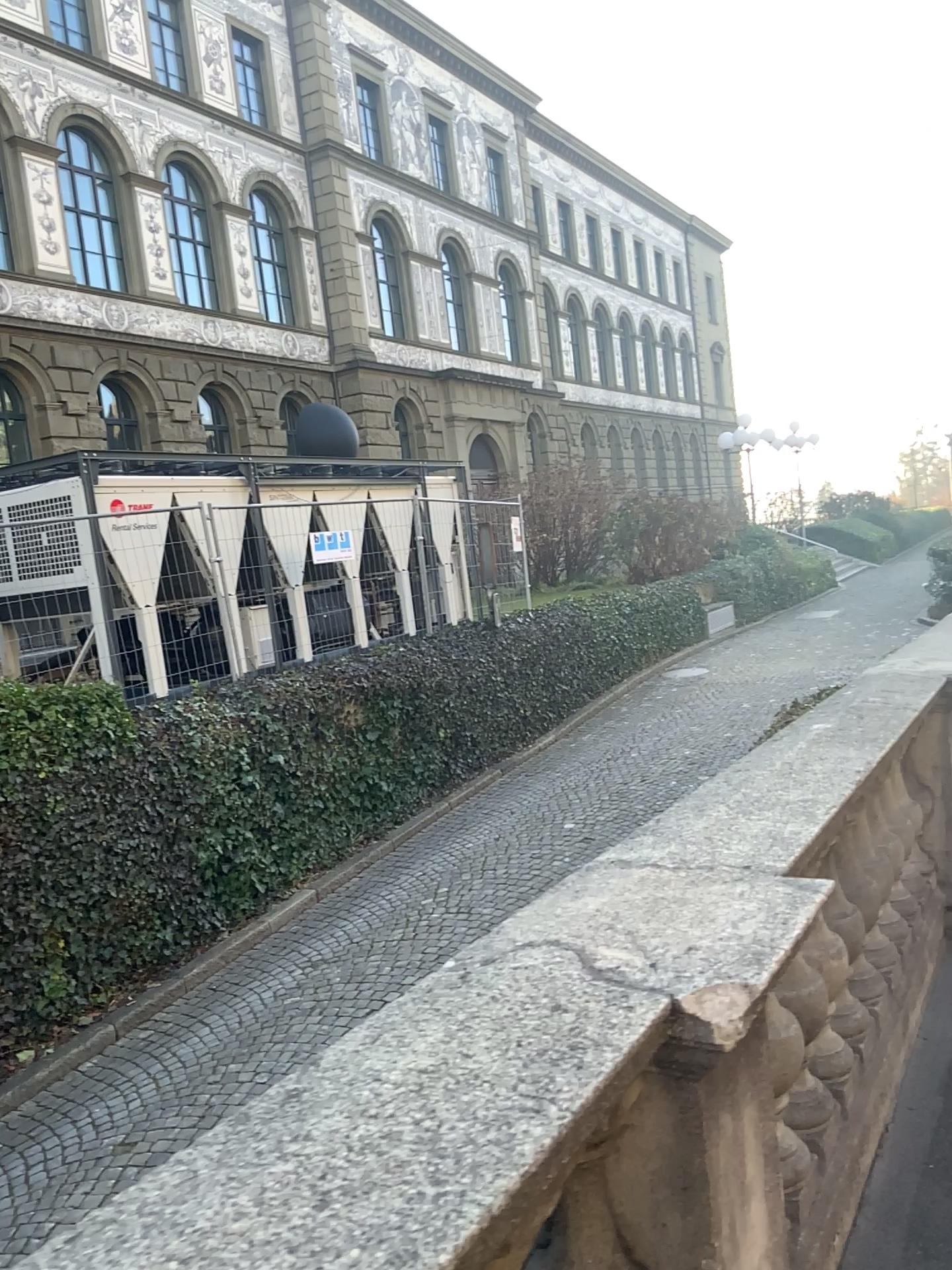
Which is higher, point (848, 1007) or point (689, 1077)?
point (689, 1077)
